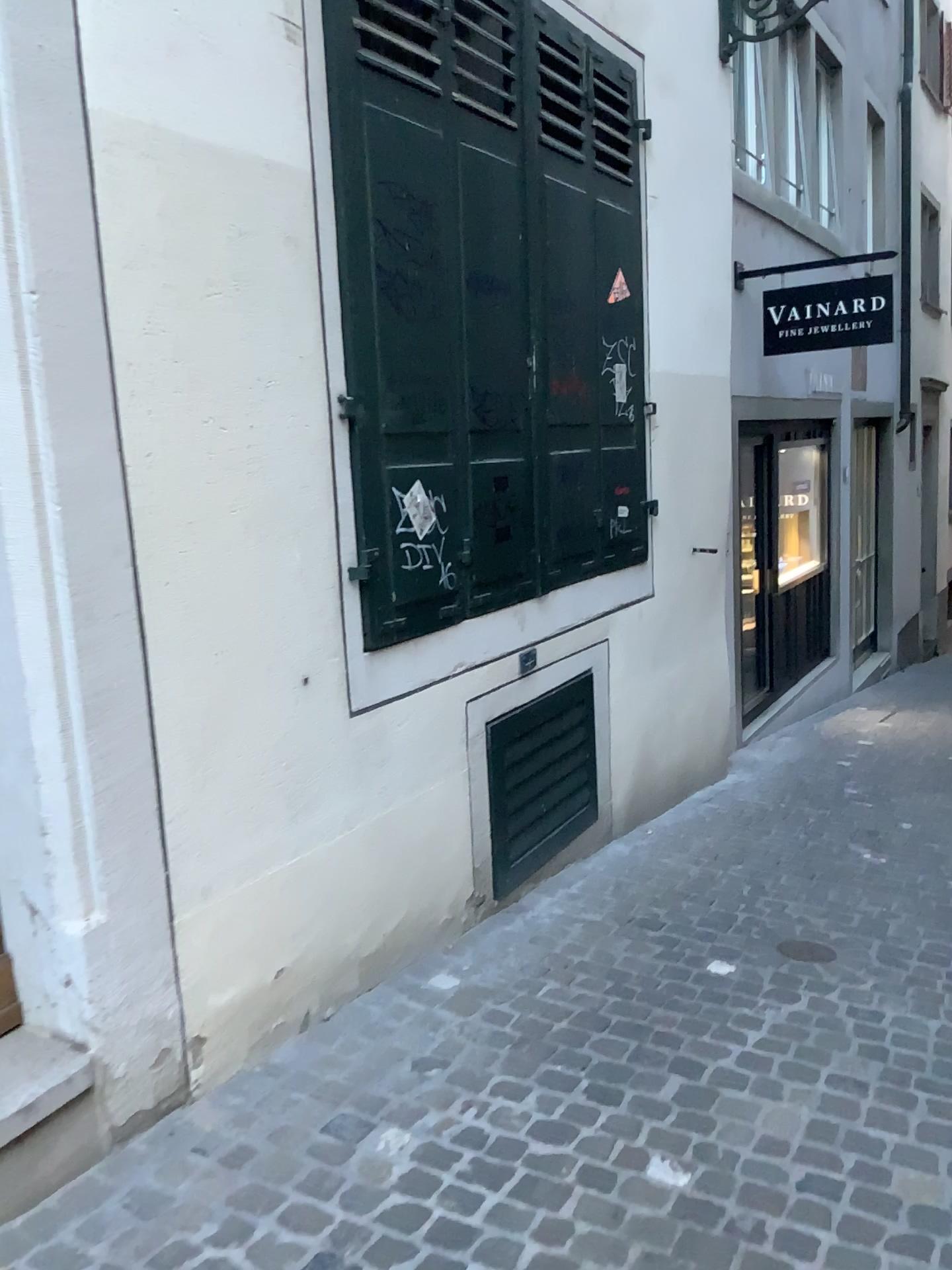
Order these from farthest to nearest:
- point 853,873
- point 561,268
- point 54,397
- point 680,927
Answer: point 853,873
point 561,268
point 680,927
point 54,397

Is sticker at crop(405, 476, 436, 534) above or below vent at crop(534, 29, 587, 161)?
below

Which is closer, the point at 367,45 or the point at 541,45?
the point at 367,45

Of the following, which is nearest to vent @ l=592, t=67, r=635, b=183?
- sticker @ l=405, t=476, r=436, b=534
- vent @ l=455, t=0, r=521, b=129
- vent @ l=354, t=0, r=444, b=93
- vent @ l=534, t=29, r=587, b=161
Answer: vent @ l=534, t=29, r=587, b=161

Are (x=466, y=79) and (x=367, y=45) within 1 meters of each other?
yes

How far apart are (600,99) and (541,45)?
0.4m

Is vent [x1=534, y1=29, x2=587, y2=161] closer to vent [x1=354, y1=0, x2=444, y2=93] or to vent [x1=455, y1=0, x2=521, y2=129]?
vent [x1=455, y1=0, x2=521, y2=129]

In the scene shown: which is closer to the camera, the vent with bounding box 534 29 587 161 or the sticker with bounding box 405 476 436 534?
the sticker with bounding box 405 476 436 534

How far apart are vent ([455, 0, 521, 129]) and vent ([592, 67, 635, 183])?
0.7m

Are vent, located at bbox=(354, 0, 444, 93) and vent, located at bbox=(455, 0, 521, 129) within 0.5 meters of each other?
yes
